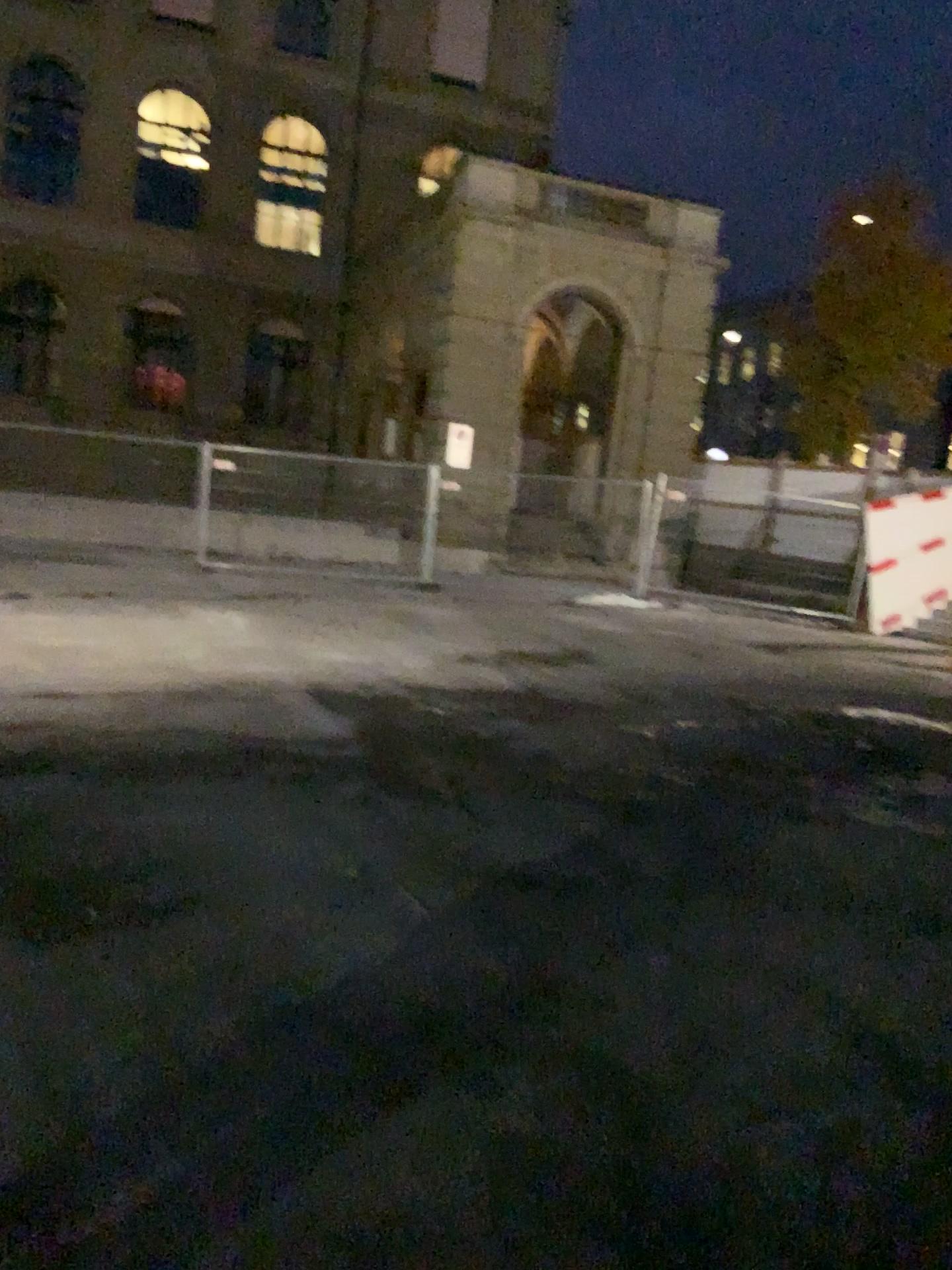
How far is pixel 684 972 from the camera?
3.5m
